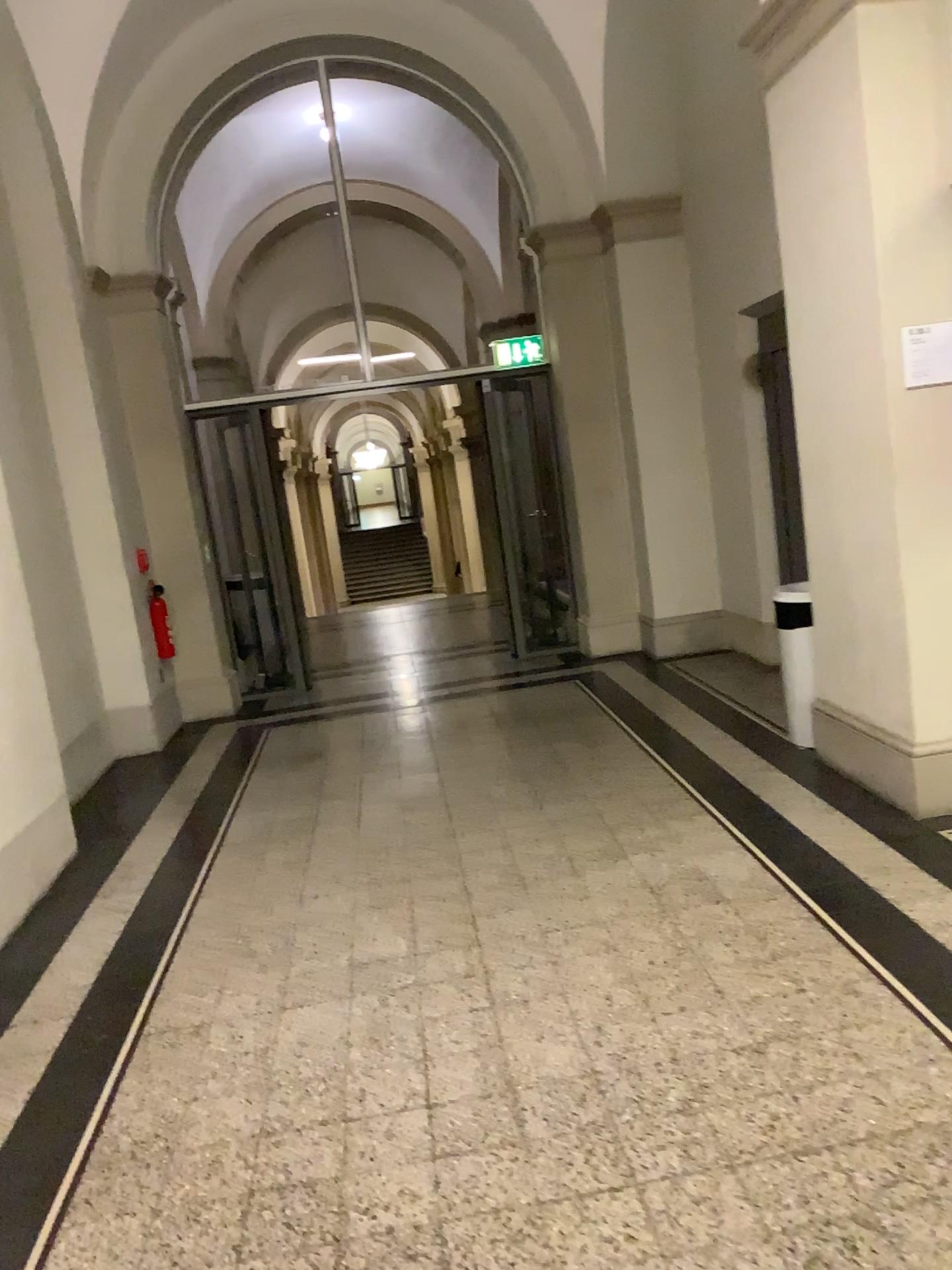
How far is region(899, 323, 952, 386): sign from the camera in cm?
357

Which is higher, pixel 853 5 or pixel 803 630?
pixel 853 5

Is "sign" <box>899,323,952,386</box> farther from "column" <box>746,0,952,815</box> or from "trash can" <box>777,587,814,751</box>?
"trash can" <box>777,587,814,751</box>

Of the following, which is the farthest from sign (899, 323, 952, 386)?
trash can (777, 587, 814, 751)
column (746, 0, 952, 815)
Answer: trash can (777, 587, 814, 751)

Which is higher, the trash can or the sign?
the sign

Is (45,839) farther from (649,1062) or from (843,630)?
(843,630)

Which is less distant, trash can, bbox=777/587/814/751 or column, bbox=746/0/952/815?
column, bbox=746/0/952/815

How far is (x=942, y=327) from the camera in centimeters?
357cm

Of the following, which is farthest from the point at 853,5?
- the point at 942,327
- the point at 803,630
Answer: the point at 803,630
